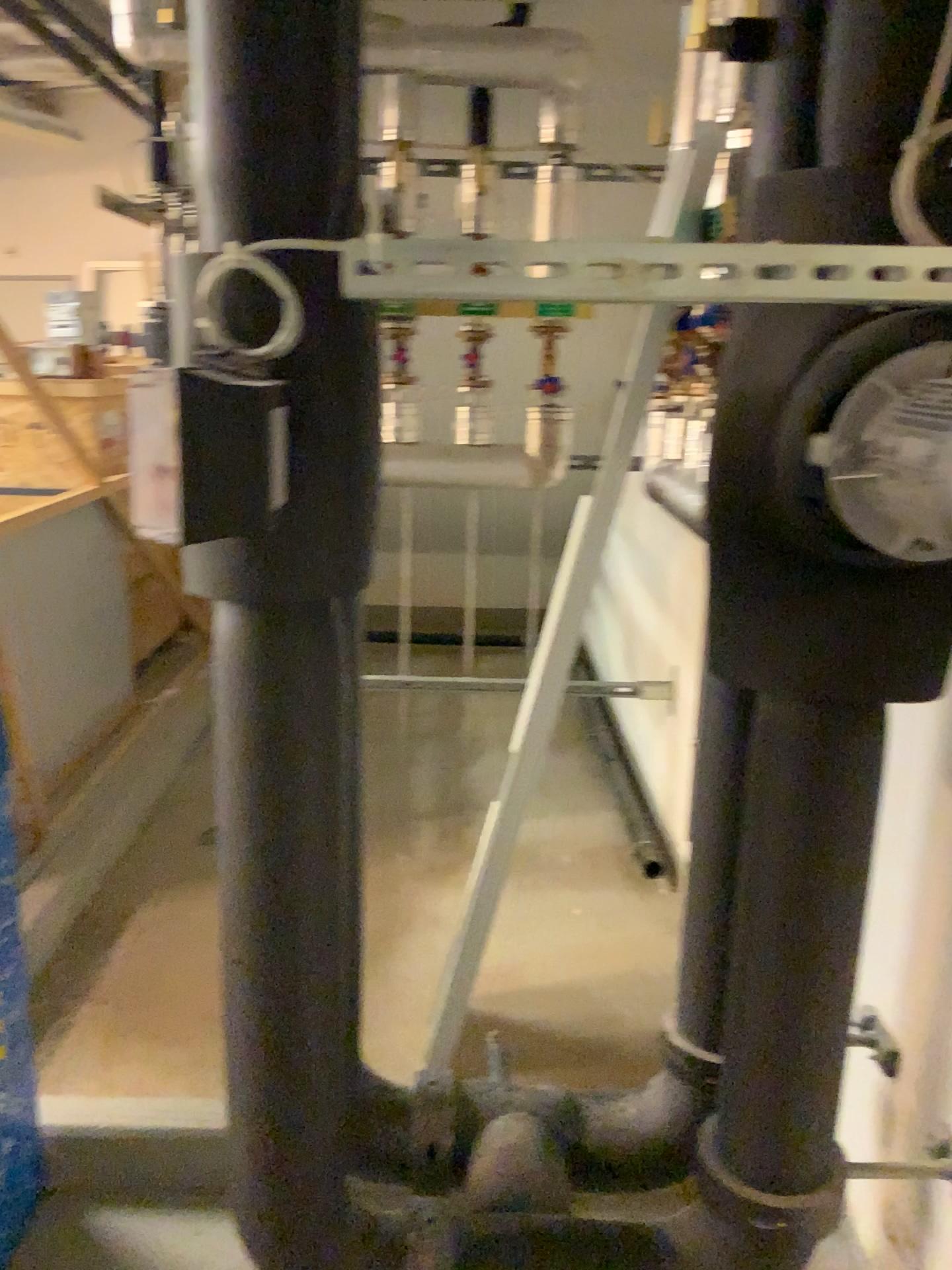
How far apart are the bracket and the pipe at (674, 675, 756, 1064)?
0.3m

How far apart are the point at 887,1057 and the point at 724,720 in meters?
0.7

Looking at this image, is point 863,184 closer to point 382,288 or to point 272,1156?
point 382,288

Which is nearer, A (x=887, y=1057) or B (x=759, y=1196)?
B (x=759, y=1196)

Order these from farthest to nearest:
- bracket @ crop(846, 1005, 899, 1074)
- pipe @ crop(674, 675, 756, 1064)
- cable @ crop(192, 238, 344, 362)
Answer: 1. bracket @ crop(846, 1005, 899, 1074)
2. pipe @ crop(674, 675, 756, 1064)
3. cable @ crop(192, 238, 344, 362)

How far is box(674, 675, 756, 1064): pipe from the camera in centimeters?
128cm

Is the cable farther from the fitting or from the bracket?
the bracket

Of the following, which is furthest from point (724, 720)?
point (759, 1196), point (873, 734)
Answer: point (759, 1196)

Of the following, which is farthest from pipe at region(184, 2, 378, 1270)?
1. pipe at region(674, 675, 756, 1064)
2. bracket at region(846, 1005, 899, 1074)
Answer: bracket at region(846, 1005, 899, 1074)

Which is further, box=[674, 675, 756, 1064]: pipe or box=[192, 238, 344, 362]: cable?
box=[674, 675, 756, 1064]: pipe
